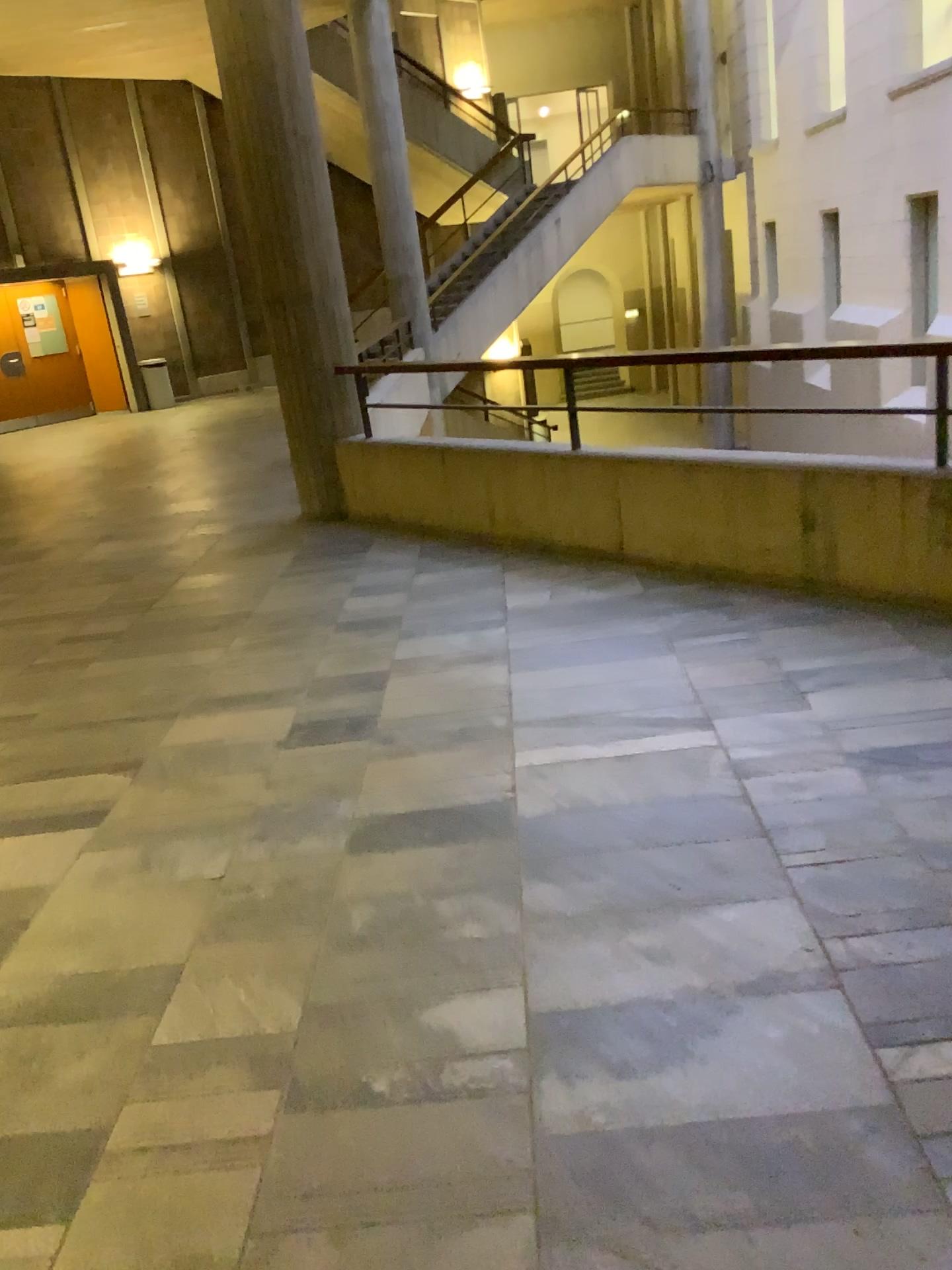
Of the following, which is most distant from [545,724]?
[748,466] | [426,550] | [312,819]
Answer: [426,550]
